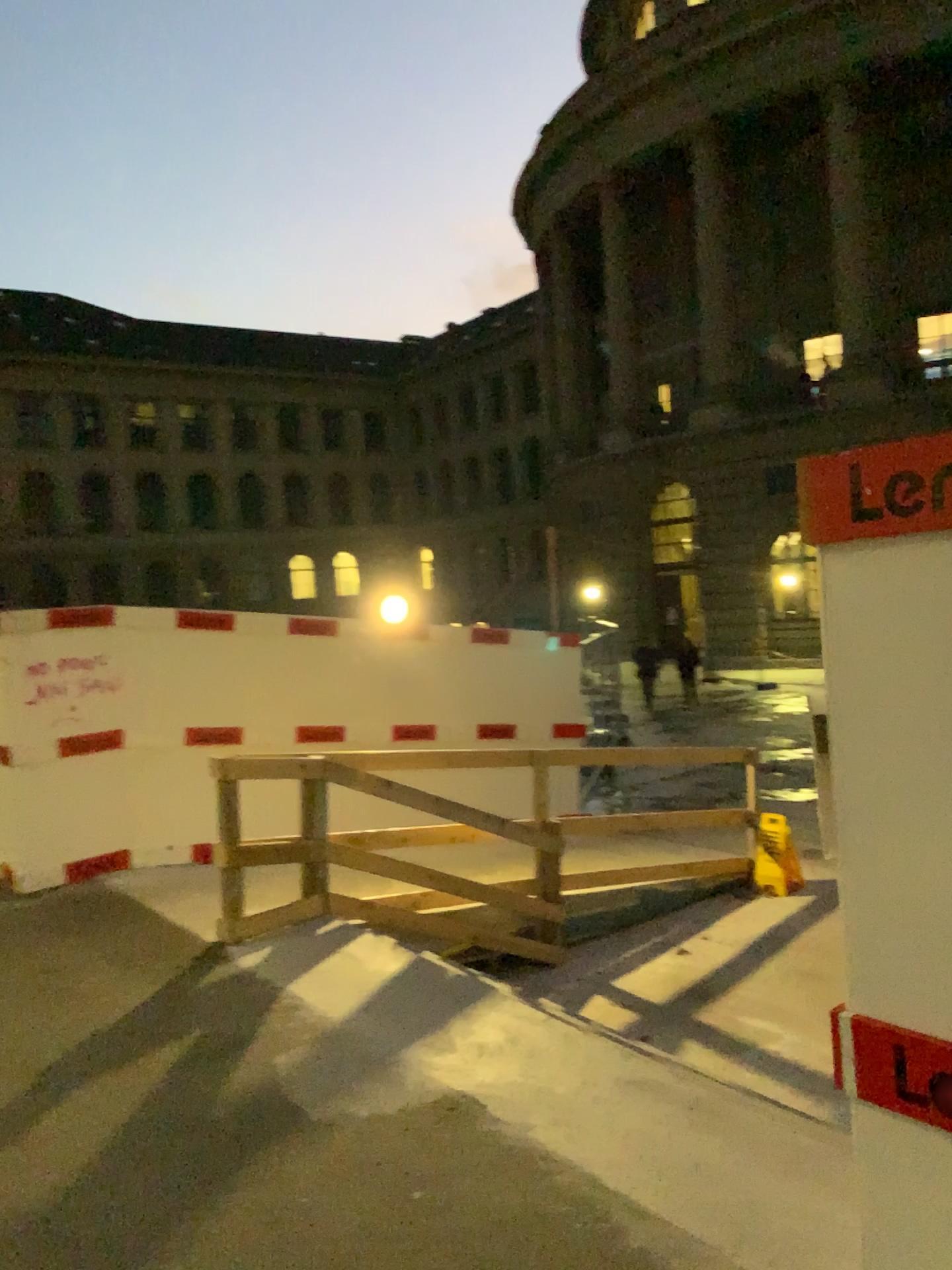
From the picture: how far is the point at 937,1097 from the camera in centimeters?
177cm

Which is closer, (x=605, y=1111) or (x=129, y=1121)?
(x=605, y=1111)

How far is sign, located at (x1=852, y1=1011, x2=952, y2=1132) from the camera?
1.8m
